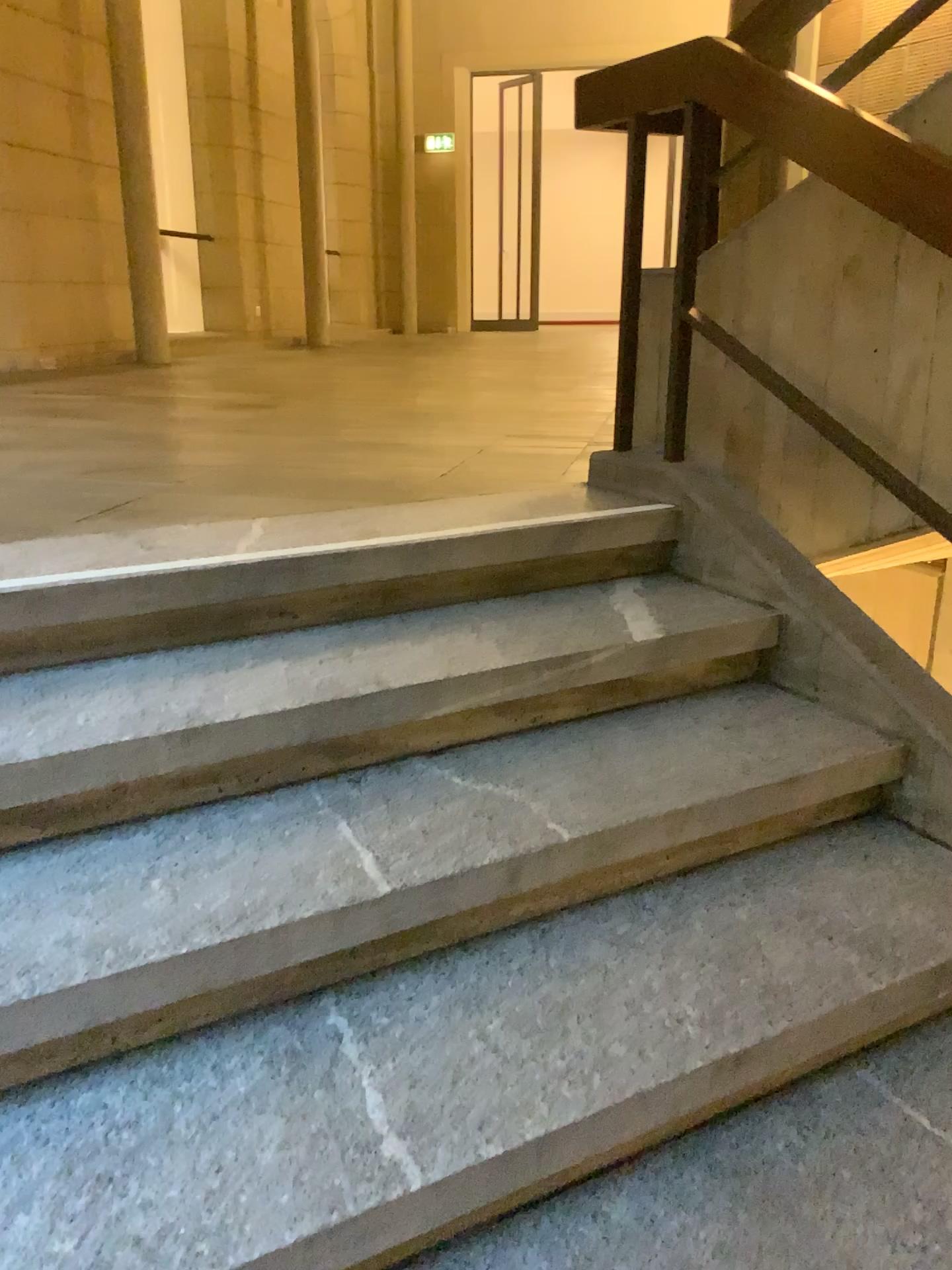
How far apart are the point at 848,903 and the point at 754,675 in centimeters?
61cm

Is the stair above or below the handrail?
below

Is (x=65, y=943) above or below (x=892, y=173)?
below

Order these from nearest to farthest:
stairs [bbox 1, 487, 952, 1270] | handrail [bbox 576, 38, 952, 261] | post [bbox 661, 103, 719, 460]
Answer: stairs [bbox 1, 487, 952, 1270]
handrail [bbox 576, 38, 952, 261]
post [bbox 661, 103, 719, 460]

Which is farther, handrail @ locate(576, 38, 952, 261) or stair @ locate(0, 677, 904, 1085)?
handrail @ locate(576, 38, 952, 261)

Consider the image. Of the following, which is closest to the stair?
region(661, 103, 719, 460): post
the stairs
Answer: the stairs

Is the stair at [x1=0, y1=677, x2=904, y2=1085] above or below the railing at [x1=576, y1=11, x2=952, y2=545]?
below

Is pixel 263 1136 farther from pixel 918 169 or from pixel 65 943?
pixel 918 169

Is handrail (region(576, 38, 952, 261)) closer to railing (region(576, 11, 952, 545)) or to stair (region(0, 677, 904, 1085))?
railing (region(576, 11, 952, 545))

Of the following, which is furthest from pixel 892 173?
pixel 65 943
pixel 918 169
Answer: pixel 65 943
